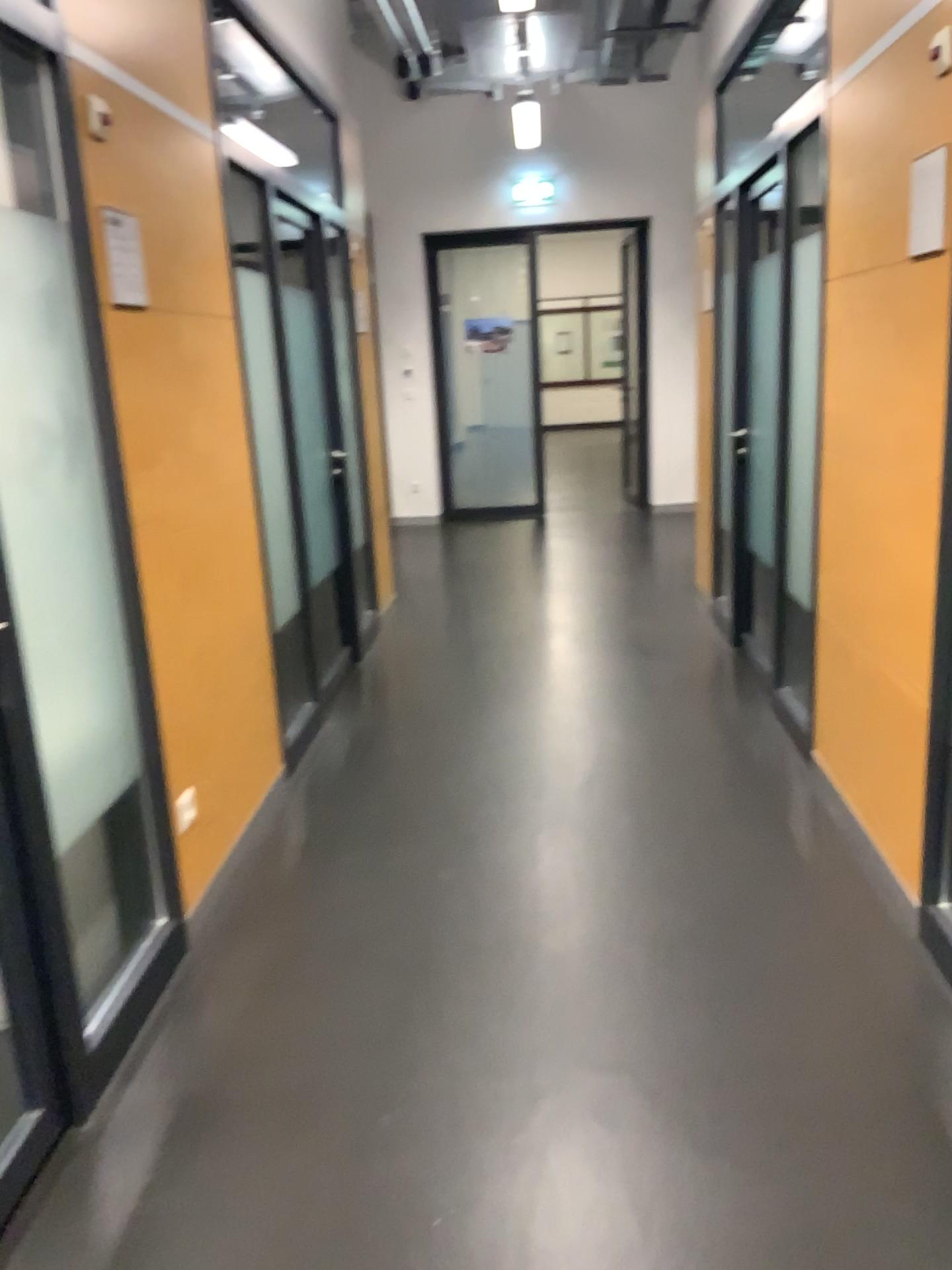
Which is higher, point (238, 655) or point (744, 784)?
point (238, 655)

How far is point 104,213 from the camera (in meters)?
2.53

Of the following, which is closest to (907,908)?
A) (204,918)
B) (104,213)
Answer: (204,918)

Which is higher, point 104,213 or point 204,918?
point 104,213

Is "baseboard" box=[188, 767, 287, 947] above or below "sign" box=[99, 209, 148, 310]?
below

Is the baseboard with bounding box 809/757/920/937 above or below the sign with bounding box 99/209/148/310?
below

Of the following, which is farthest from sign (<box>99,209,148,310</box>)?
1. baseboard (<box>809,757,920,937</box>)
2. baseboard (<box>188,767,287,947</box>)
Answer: baseboard (<box>809,757,920,937</box>)

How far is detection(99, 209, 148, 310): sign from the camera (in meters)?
2.53

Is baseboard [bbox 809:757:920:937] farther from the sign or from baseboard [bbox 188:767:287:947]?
the sign
